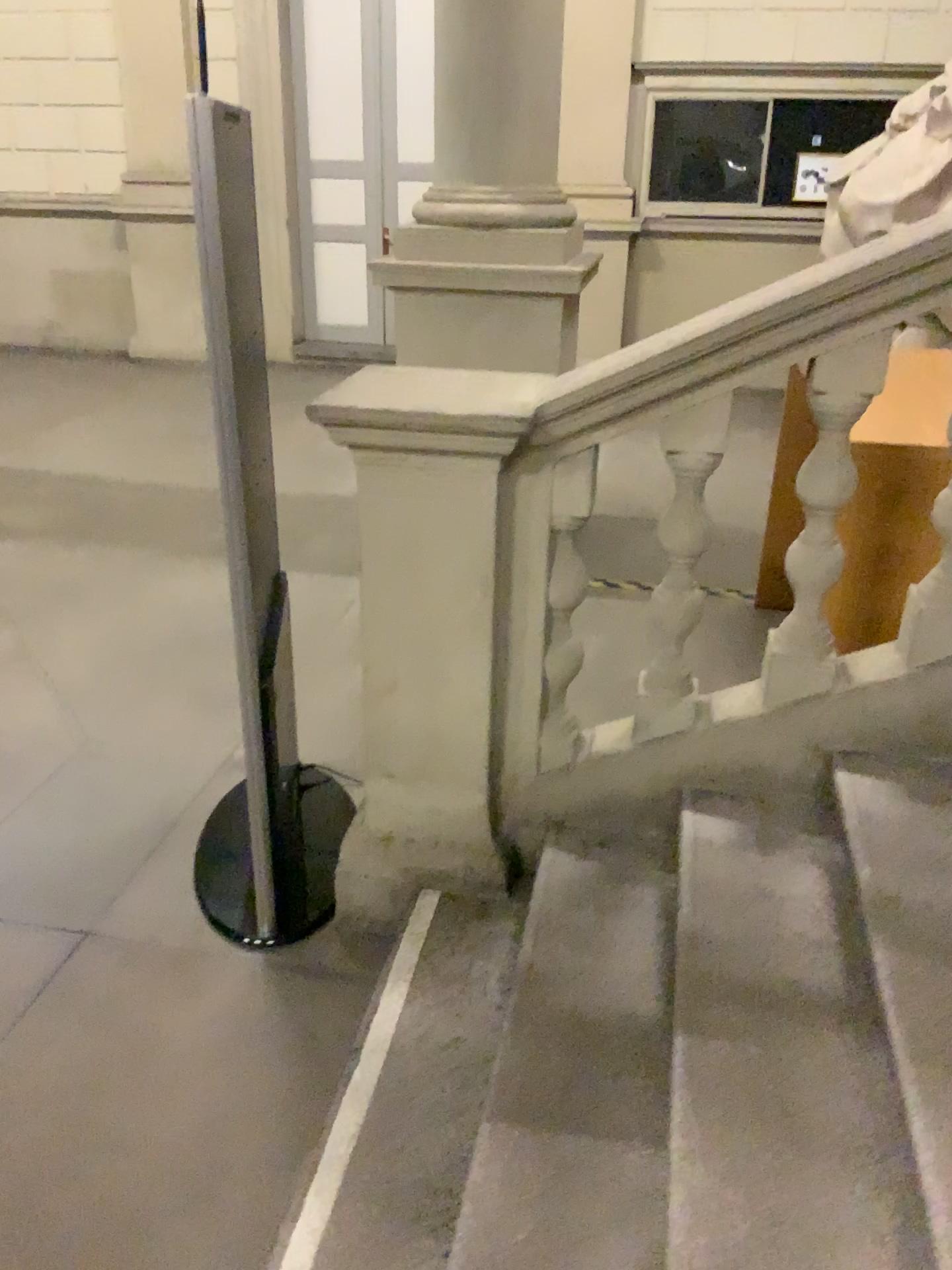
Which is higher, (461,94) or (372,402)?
(461,94)

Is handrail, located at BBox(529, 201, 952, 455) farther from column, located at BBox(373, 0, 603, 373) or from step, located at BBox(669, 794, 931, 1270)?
column, located at BBox(373, 0, 603, 373)

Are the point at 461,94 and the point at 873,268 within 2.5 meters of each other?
no

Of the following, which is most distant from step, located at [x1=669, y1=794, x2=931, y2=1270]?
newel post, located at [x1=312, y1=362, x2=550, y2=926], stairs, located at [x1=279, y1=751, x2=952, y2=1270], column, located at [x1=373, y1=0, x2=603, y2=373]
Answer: column, located at [x1=373, y1=0, x2=603, y2=373]

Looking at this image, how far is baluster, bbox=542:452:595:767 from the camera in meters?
2.2

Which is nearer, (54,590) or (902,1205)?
(902,1205)

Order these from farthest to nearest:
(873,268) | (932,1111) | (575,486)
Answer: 1. (575,486)
2. (873,268)
3. (932,1111)

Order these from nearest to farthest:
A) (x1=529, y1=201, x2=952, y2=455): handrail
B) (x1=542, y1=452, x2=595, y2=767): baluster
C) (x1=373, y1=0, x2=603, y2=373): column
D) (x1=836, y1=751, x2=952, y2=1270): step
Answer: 1. (x1=836, y1=751, x2=952, y2=1270): step
2. (x1=529, y1=201, x2=952, y2=455): handrail
3. (x1=542, y1=452, x2=595, y2=767): baluster
4. (x1=373, y1=0, x2=603, y2=373): column

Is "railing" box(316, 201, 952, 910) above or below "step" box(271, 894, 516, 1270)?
Result: above

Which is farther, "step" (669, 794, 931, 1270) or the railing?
the railing
